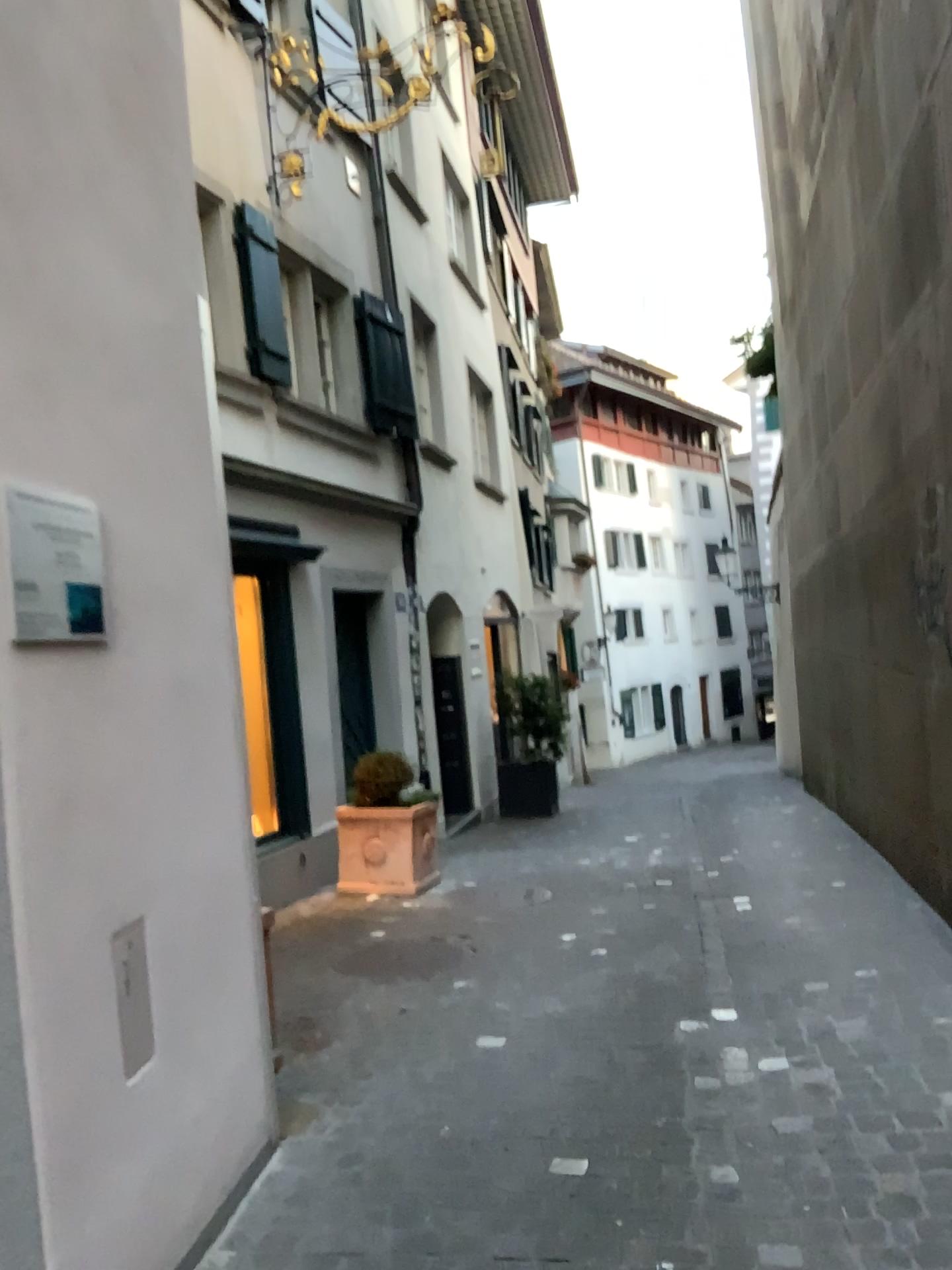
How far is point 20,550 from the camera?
2.0 meters

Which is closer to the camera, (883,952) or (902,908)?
(883,952)

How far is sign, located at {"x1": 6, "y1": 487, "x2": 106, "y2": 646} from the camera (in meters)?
1.98
